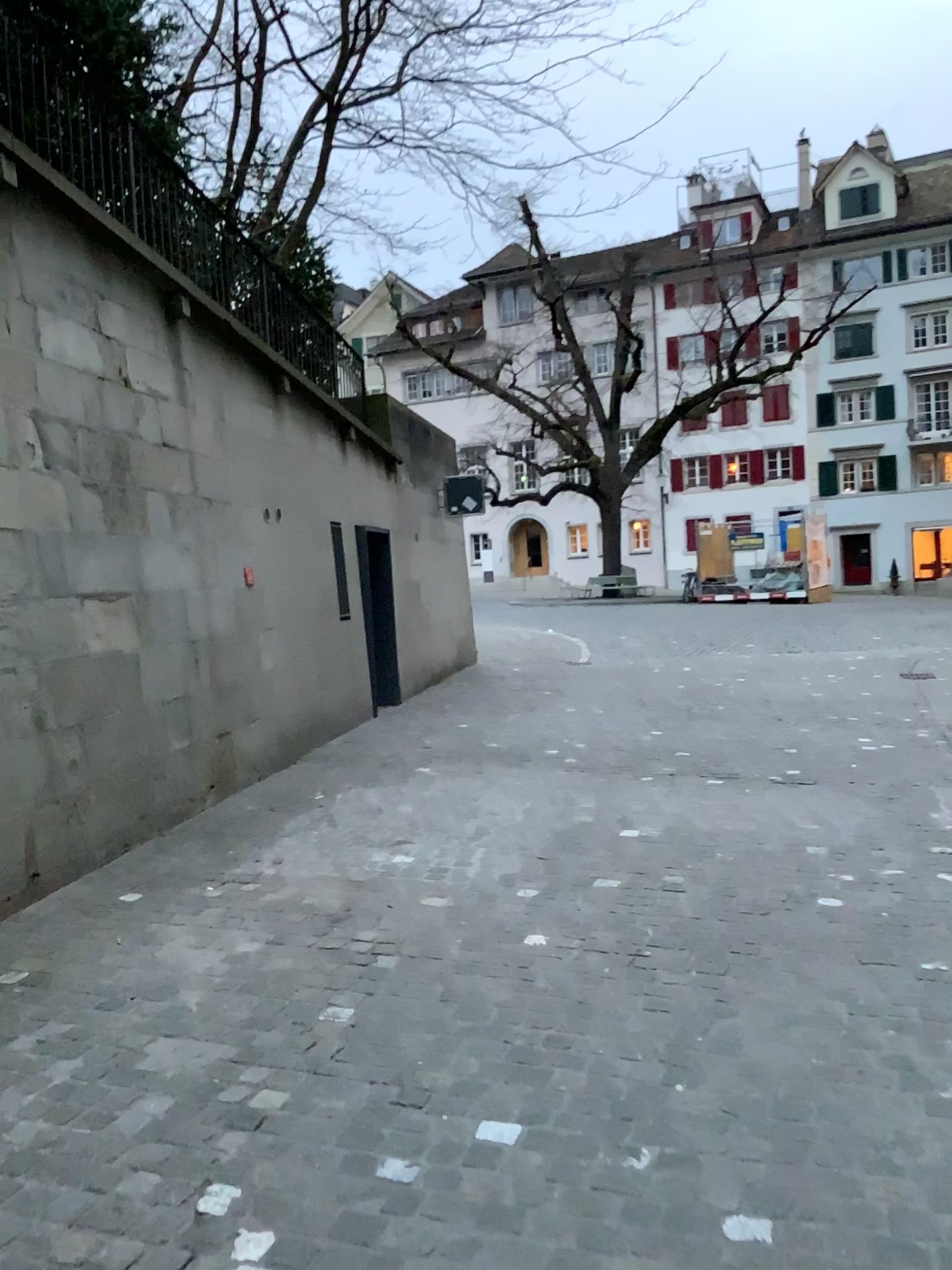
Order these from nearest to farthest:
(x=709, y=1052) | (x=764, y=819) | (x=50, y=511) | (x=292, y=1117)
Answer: (x=292, y=1117)
(x=709, y=1052)
(x=50, y=511)
(x=764, y=819)
